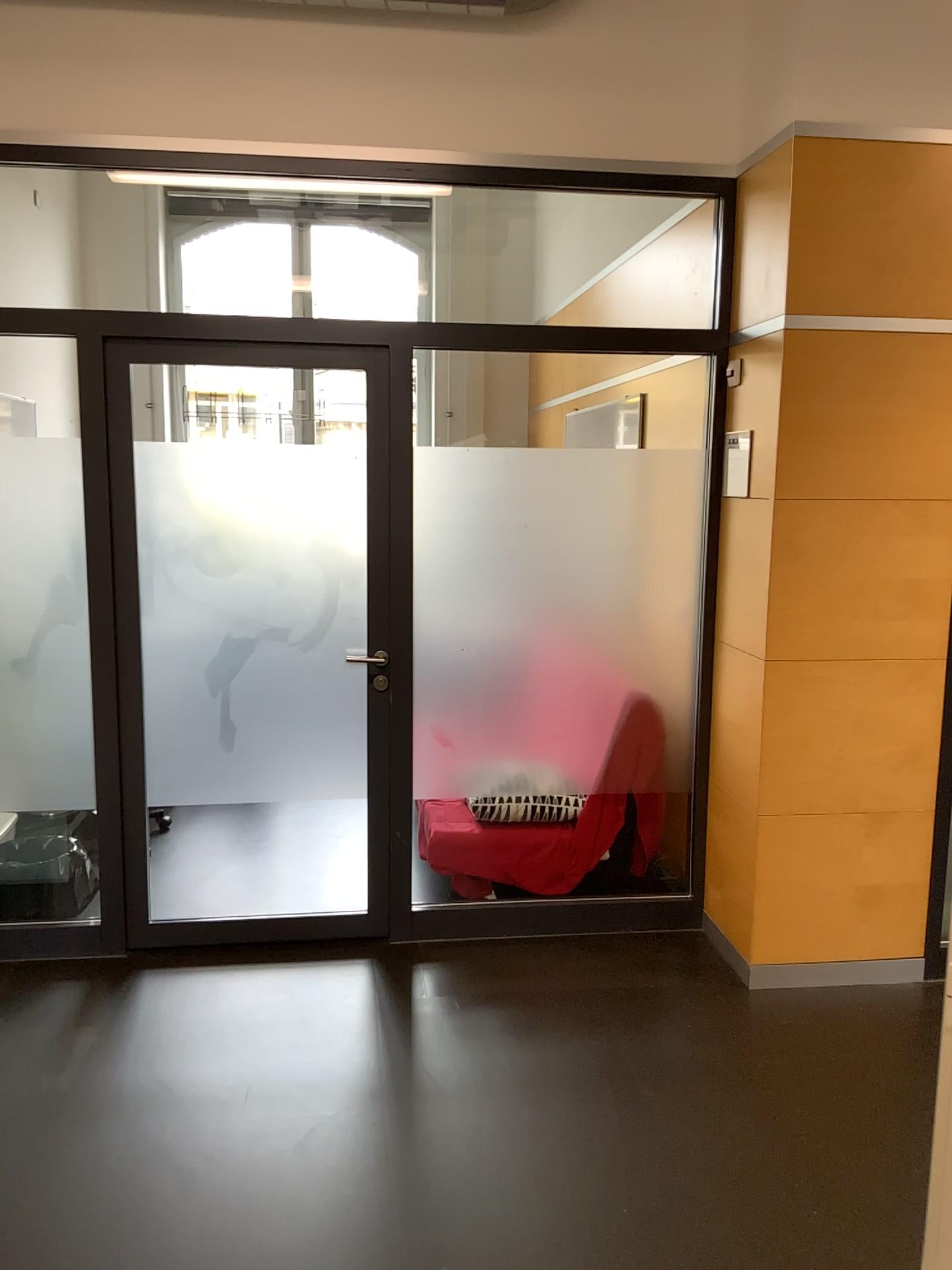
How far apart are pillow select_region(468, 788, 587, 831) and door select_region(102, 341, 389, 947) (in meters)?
0.34

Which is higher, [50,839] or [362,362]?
[362,362]

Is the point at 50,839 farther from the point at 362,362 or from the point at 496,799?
the point at 362,362

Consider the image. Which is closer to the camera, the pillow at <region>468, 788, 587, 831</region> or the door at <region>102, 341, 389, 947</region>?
the door at <region>102, 341, 389, 947</region>

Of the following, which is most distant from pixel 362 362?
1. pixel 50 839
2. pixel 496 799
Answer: pixel 50 839

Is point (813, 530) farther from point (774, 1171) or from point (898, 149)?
point (774, 1171)

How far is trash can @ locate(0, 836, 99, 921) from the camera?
3.6 meters

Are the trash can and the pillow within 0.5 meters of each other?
no

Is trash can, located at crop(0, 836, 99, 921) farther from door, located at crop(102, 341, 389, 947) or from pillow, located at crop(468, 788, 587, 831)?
pillow, located at crop(468, 788, 587, 831)

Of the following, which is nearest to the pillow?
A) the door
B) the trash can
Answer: the door
